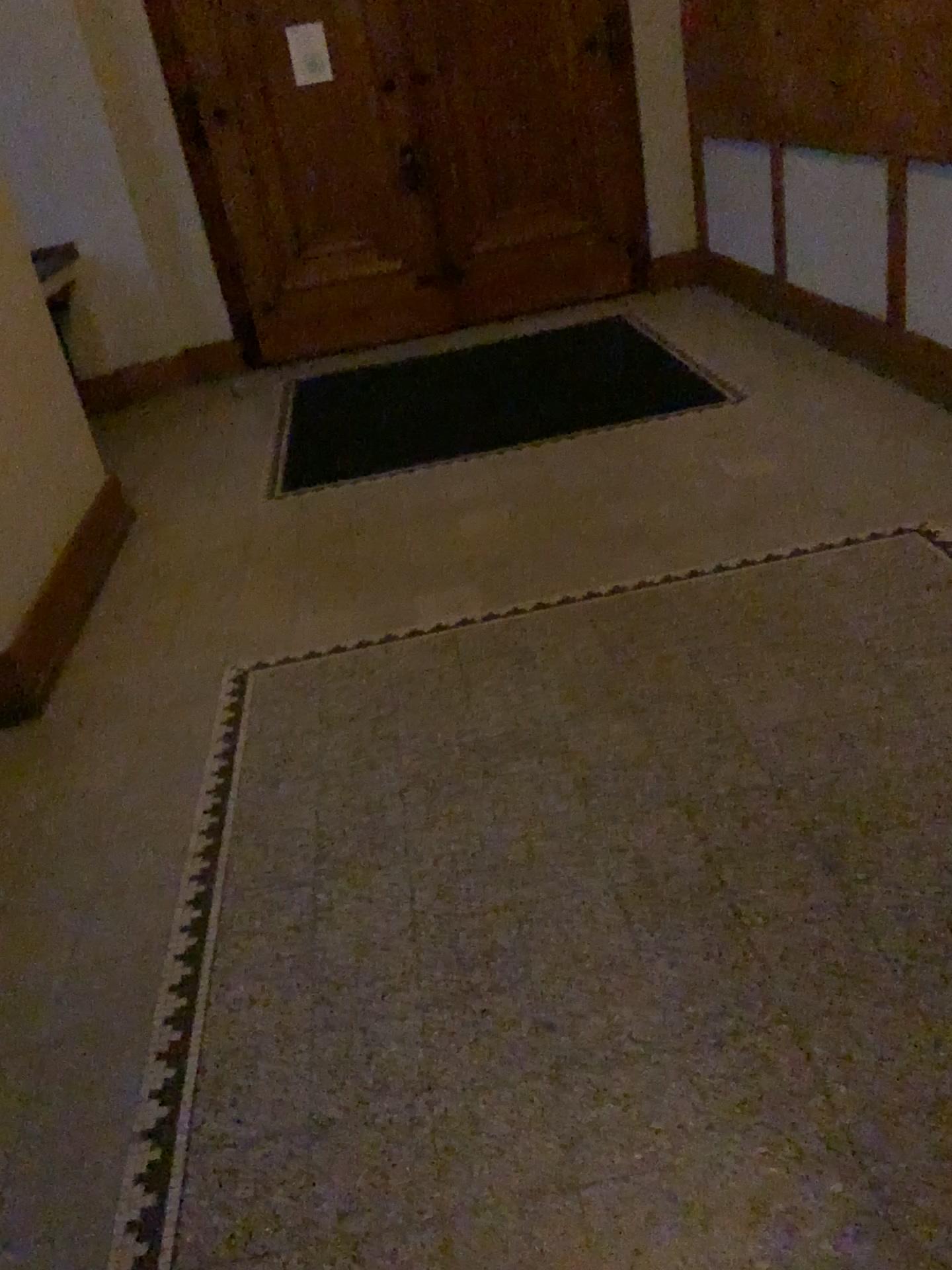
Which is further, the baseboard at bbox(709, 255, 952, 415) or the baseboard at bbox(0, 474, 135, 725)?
the baseboard at bbox(709, 255, 952, 415)

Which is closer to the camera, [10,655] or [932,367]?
[10,655]

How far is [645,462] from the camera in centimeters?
416cm
